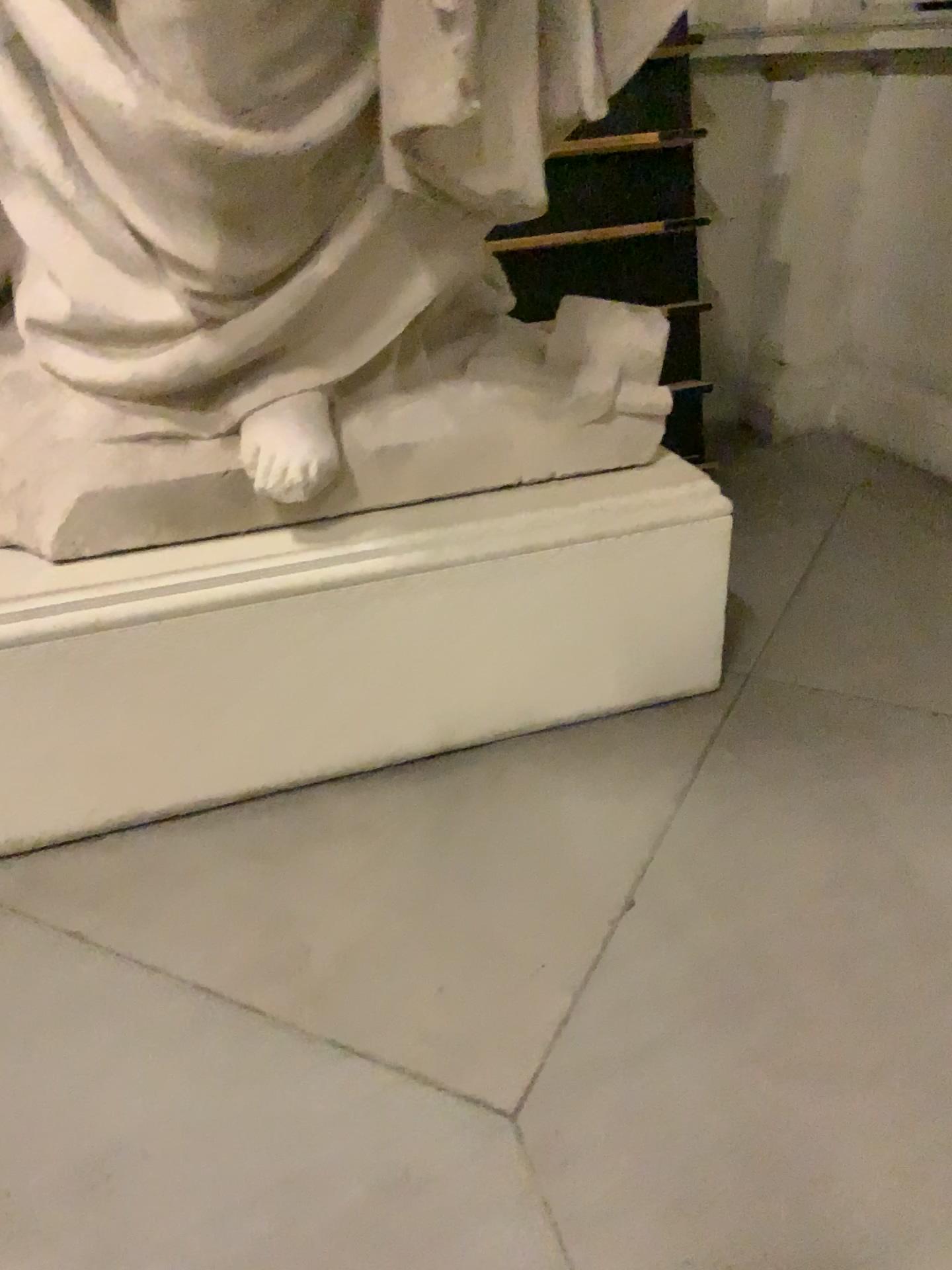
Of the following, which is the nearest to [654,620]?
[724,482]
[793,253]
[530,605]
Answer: [530,605]

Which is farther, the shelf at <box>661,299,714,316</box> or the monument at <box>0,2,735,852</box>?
the shelf at <box>661,299,714,316</box>

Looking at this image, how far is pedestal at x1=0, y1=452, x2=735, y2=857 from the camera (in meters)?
1.88

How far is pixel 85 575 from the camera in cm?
188

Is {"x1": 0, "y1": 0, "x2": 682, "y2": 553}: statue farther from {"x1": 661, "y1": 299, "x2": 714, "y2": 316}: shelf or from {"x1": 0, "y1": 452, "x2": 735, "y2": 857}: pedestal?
{"x1": 661, "y1": 299, "x2": 714, "y2": 316}: shelf

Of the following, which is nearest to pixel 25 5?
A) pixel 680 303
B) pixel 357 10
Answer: pixel 357 10

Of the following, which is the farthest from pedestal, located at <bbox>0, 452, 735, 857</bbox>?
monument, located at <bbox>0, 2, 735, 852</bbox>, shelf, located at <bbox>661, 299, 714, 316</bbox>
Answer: shelf, located at <bbox>661, 299, 714, 316</bbox>

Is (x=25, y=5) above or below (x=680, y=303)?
above

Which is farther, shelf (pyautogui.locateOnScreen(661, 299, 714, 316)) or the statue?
shelf (pyautogui.locateOnScreen(661, 299, 714, 316))

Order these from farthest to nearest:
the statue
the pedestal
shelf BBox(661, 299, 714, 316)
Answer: shelf BBox(661, 299, 714, 316) → the pedestal → the statue
